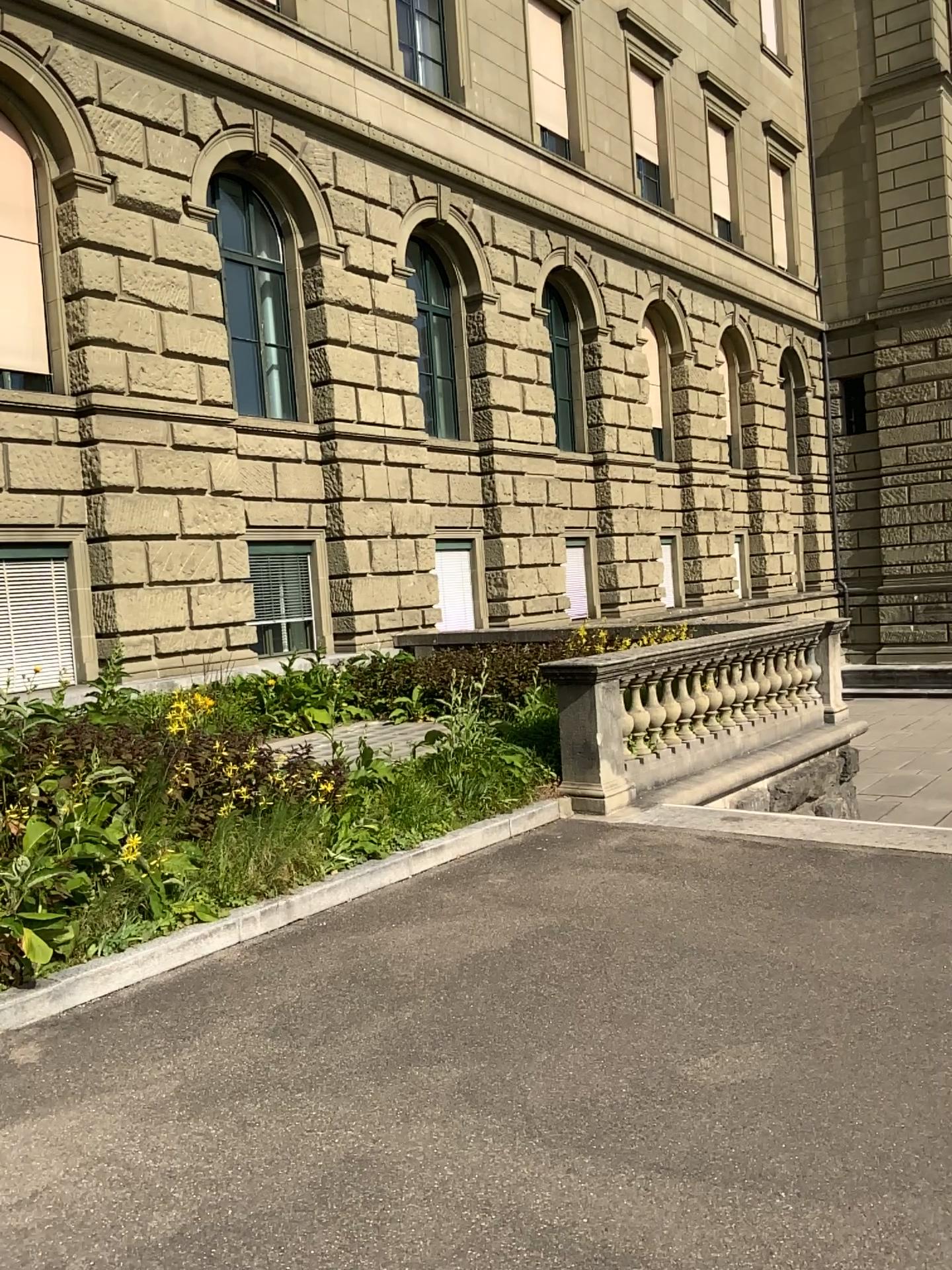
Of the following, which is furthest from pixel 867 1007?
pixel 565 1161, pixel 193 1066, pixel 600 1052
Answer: pixel 193 1066
